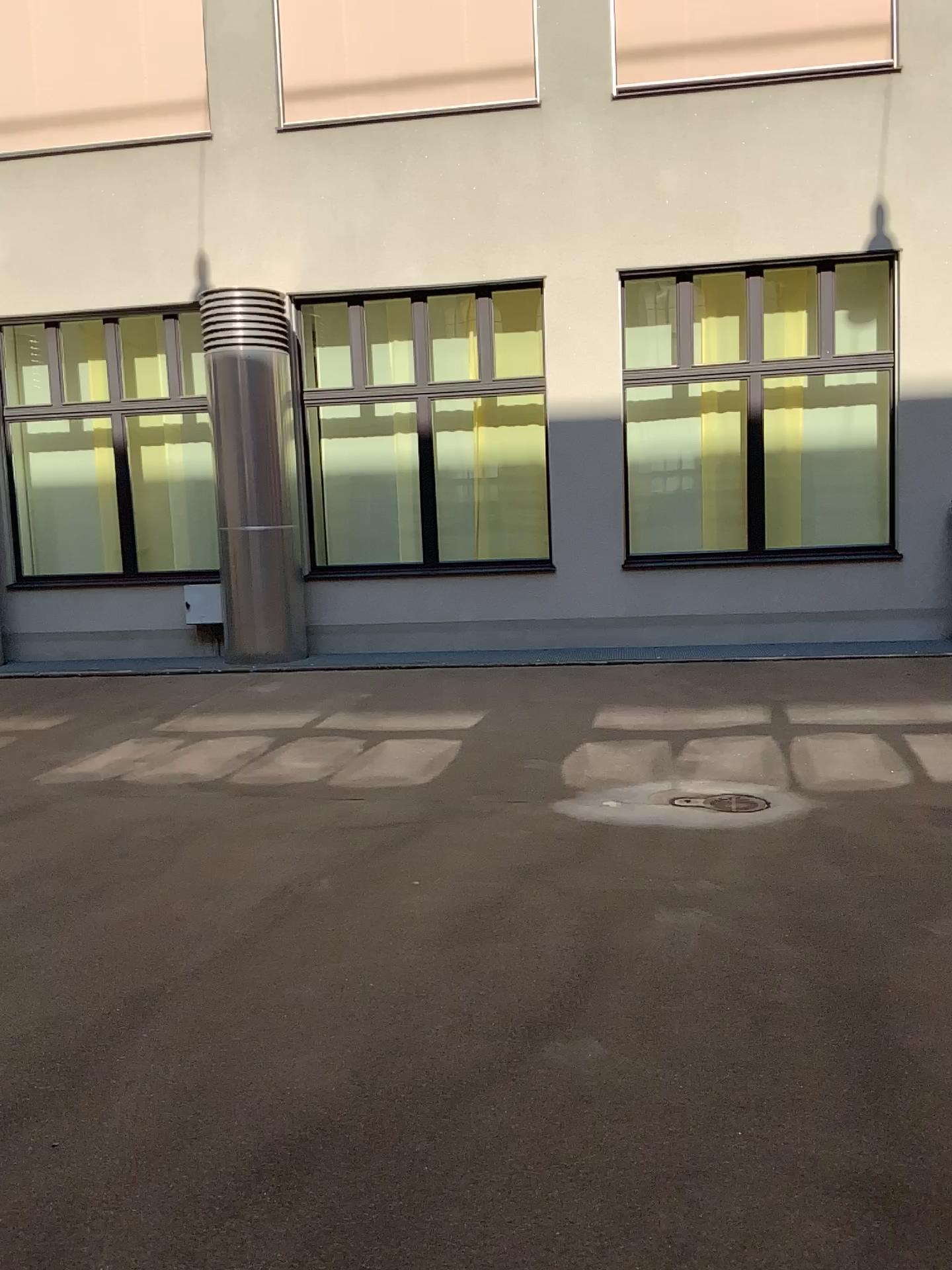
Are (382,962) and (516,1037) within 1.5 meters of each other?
yes
